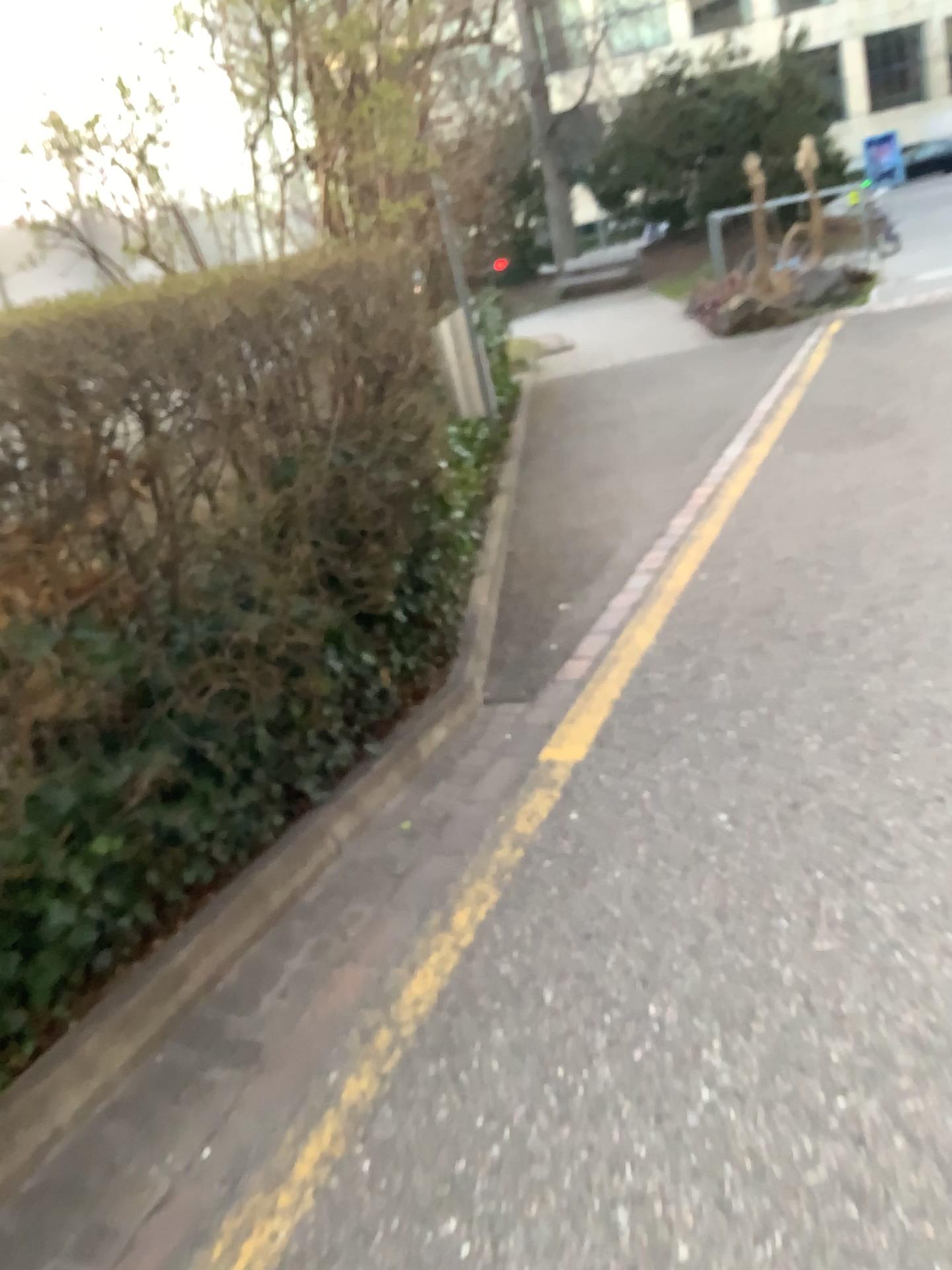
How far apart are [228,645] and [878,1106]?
1.70m
